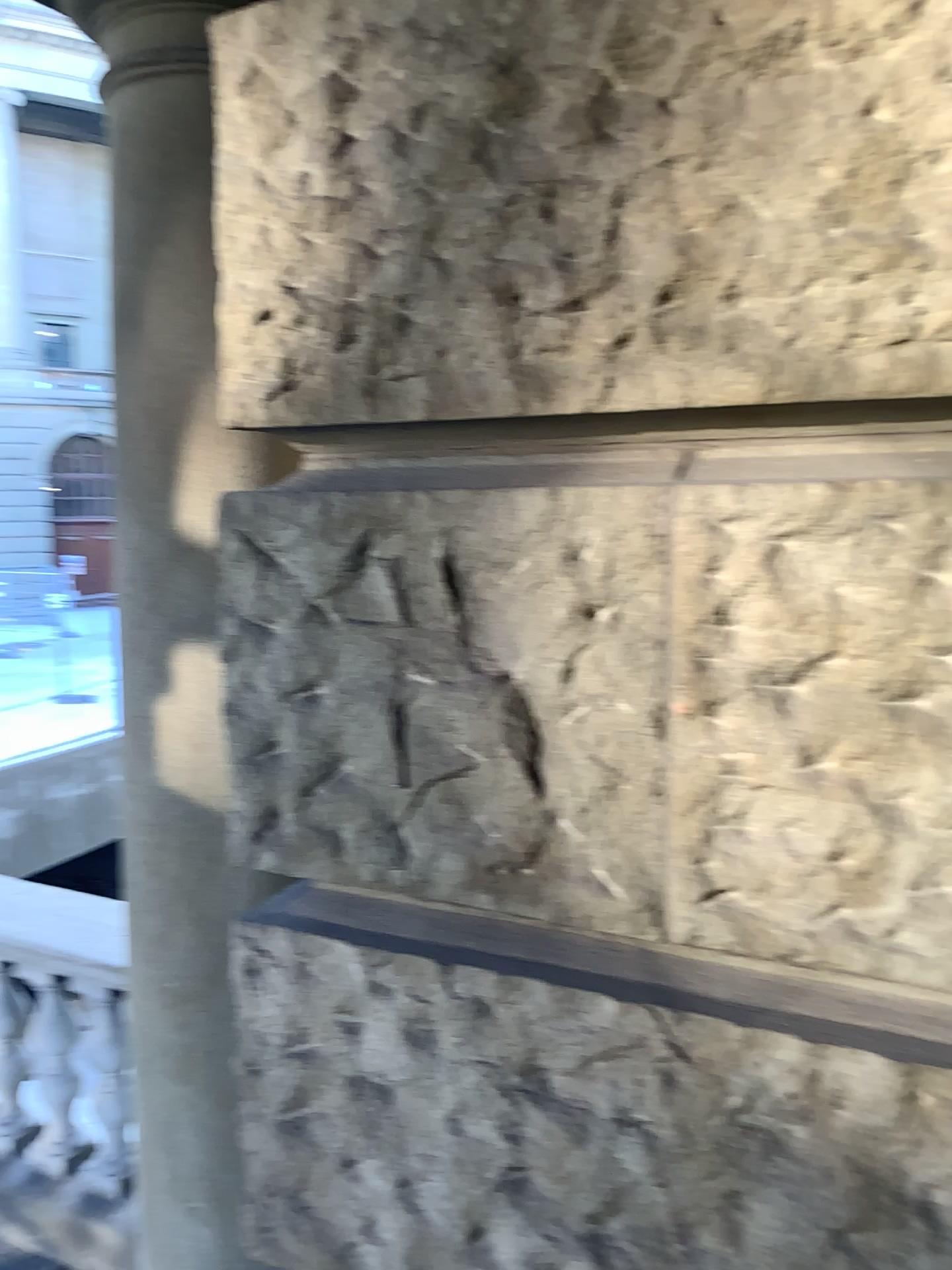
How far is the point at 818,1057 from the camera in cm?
97

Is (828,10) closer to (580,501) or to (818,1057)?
(580,501)

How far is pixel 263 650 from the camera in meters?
1.2

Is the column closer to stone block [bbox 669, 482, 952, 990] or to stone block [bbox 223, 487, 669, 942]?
stone block [bbox 223, 487, 669, 942]

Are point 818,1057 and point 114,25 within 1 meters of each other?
no

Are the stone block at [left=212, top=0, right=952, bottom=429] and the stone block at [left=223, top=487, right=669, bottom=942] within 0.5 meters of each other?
yes

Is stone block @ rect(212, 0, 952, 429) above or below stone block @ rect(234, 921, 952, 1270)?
above

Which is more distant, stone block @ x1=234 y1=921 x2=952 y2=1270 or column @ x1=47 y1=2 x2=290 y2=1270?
column @ x1=47 y1=2 x2=290 y2=1270

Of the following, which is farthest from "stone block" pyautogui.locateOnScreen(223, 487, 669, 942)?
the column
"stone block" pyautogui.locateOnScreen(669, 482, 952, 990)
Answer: the column

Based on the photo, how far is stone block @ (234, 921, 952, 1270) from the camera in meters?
1.0
